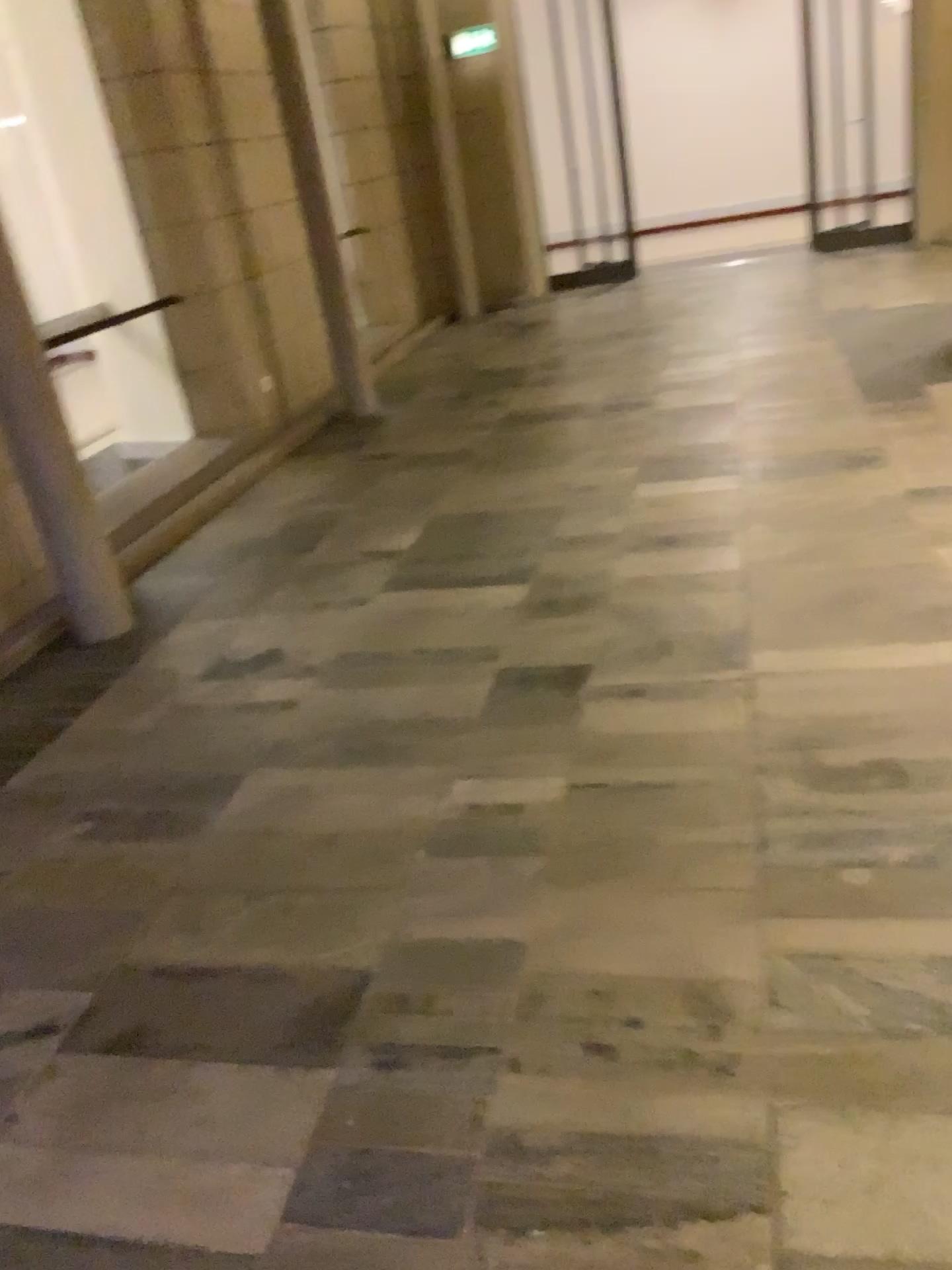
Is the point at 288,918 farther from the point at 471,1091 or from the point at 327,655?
the point at 327,655

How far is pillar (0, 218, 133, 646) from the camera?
3.72m

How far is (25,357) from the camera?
3.7 meters
